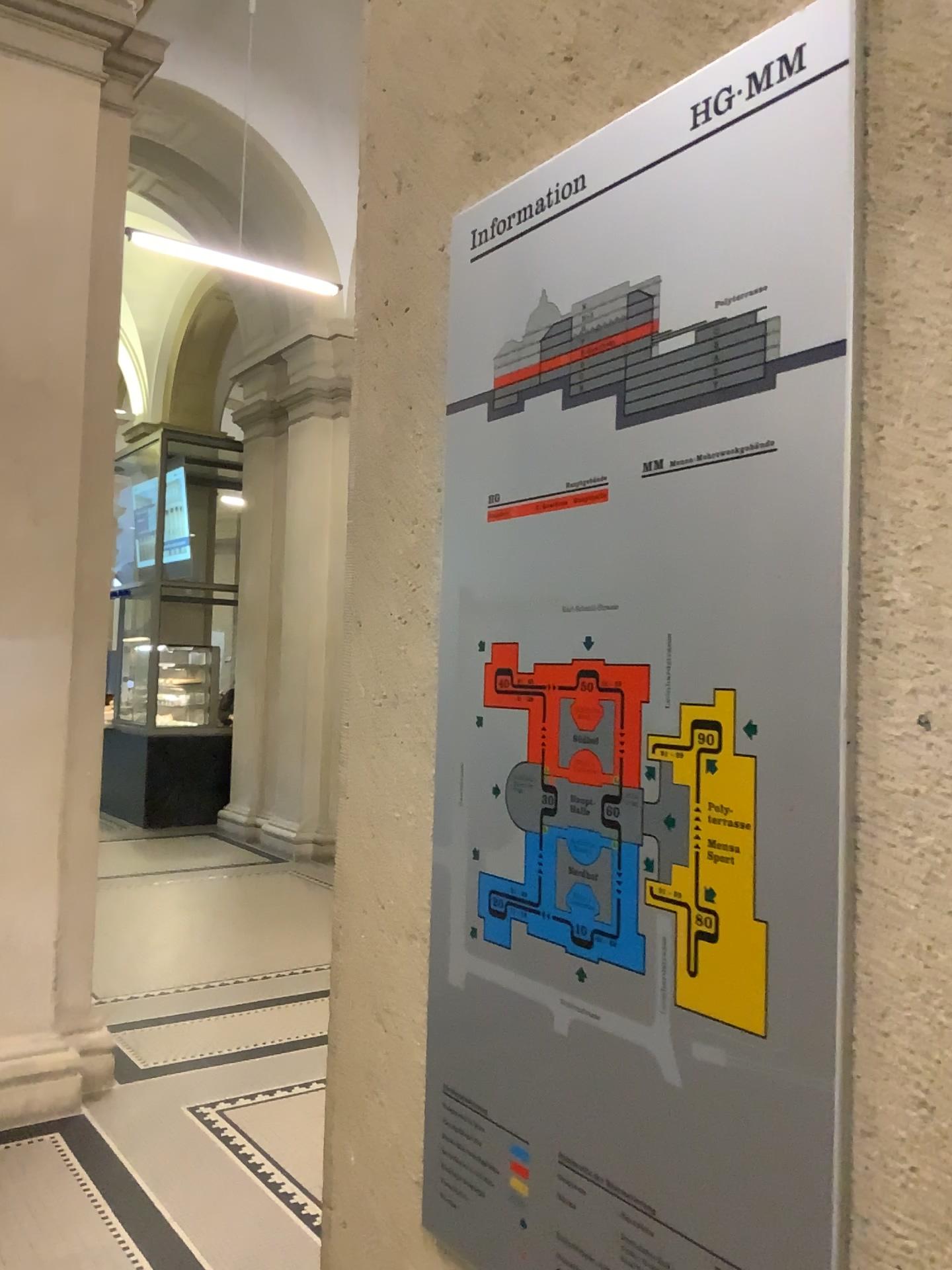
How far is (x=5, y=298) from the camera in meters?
3.9

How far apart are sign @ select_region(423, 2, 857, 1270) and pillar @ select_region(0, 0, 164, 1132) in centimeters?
336cm

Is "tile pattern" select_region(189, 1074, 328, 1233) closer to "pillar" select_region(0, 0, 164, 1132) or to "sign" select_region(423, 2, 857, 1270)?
"pillar" select_region(0, 0, 164, 1132)

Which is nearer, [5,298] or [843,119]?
[843,119]

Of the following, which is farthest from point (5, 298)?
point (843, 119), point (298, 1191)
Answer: point (843, 119)

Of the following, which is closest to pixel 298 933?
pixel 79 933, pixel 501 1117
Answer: pixel 79 933

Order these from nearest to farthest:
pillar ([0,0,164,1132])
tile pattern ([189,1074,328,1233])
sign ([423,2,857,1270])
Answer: sign ([423,2,857,1270]) → tile pattern ([189,1074,328,1233]) → pillar ([0,0,164,1132])

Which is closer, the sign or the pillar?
the sign

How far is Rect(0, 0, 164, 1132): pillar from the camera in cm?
390

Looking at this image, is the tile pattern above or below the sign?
below
